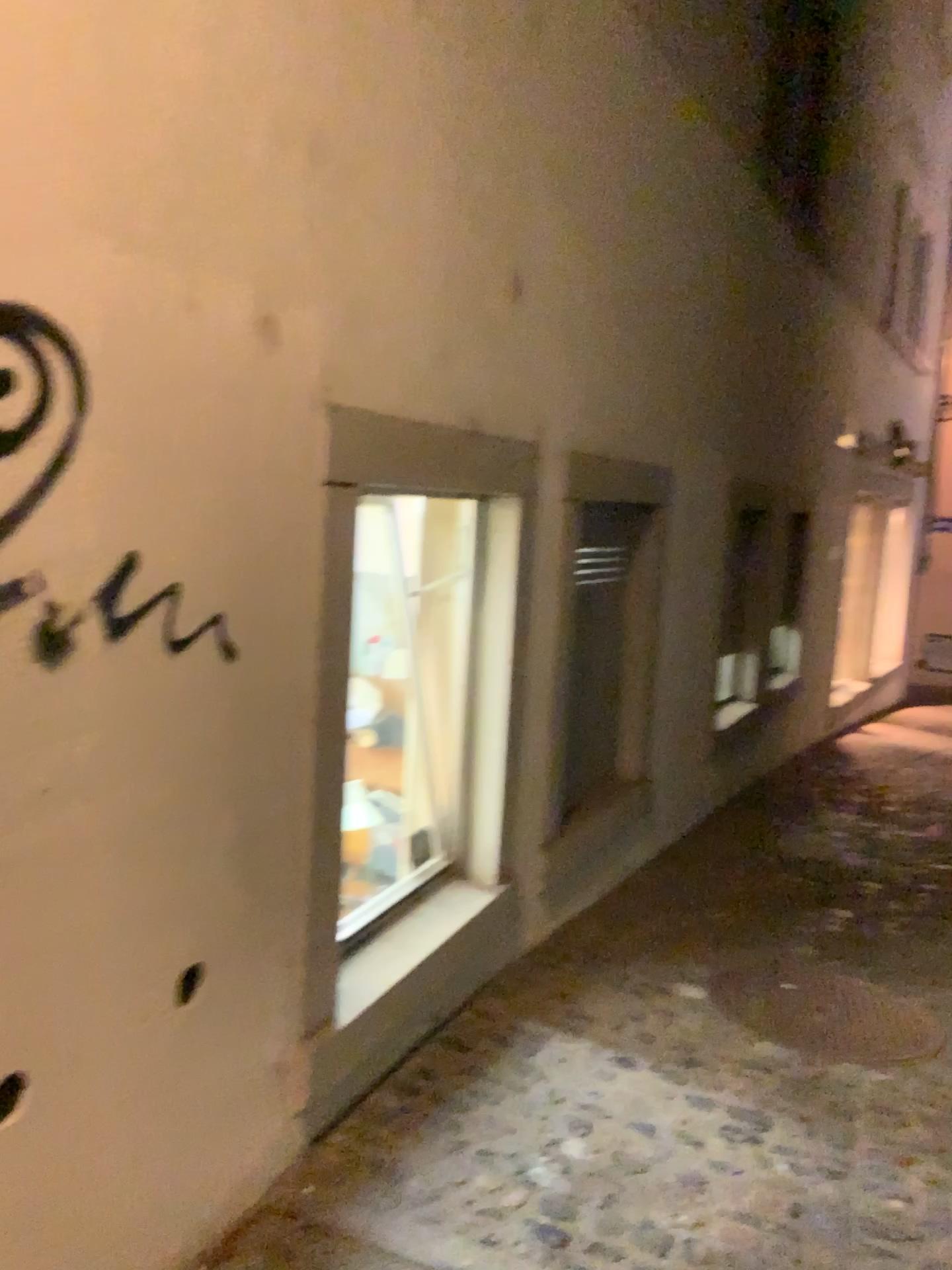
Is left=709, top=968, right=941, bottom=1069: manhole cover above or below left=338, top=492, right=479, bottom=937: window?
below

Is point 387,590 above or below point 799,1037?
above

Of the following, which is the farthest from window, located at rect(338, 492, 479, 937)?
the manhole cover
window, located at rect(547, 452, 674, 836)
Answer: the manhole cover

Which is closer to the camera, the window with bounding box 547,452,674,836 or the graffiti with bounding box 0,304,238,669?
the graffiti with bounding box 0,304,238,669

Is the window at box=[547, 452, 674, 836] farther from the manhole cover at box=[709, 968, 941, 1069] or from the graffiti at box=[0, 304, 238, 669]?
the graffiti at box=[0, 304, 238, 669]

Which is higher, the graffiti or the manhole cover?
the graffiti

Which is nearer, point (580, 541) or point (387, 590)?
point (387, 590)

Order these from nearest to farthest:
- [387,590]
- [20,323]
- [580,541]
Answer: [20,323] → [387,590] → [580,541]

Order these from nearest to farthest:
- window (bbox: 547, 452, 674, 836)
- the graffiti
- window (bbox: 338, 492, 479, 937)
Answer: the graffiti, window (bbox: 338, 492, 479, 937), window (bbox: 547, 452, 674, 836)

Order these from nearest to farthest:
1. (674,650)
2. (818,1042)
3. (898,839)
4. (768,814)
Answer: (818,1042) < (674,650) < (898,839) < (768,814)
